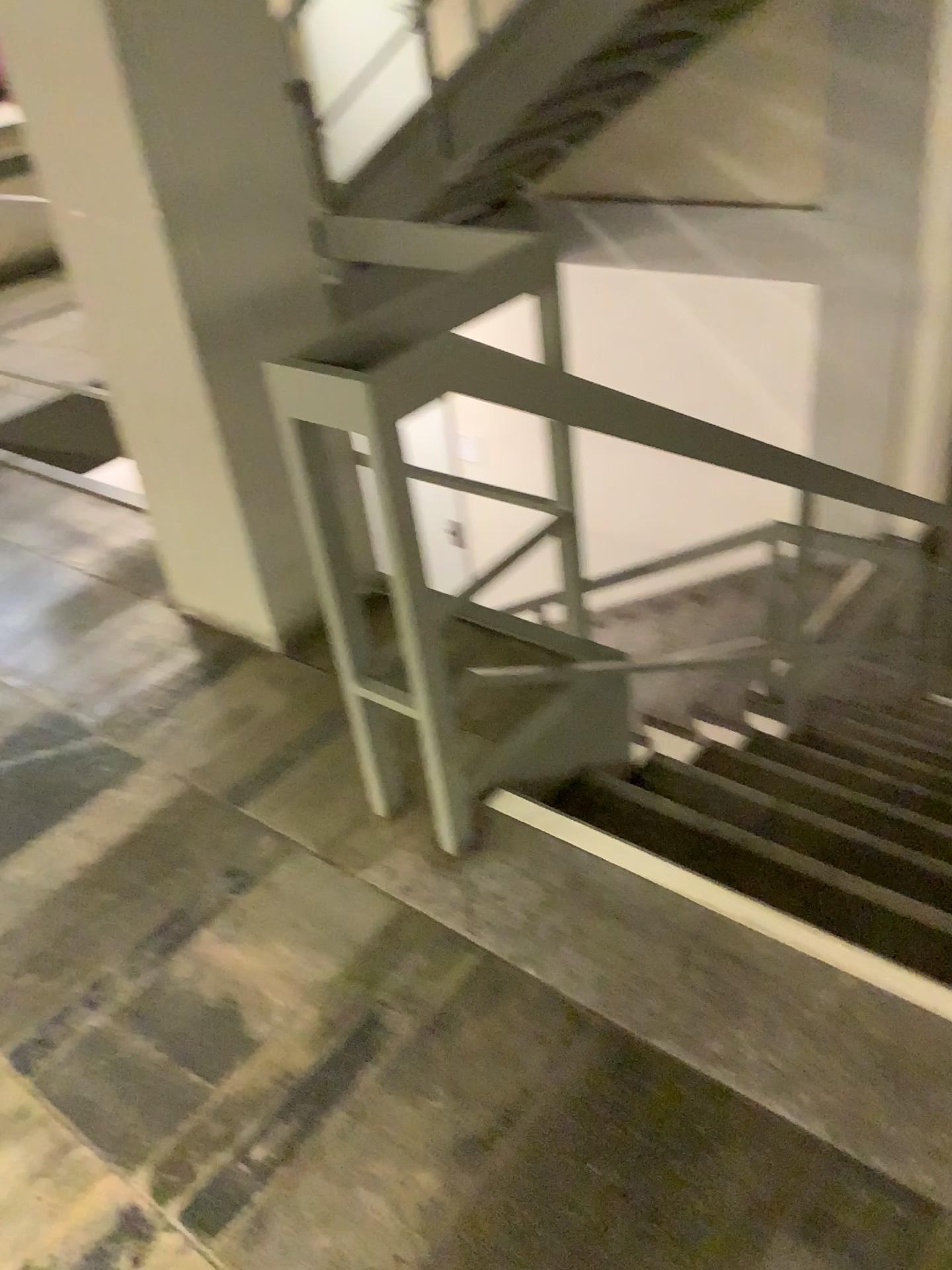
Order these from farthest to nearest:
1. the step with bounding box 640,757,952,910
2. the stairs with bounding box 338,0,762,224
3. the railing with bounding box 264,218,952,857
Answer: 1. the stairs with bounding box 338,0,762,224
2. the step with bounding box 640,757,952,910
3. the railing with bounding box 264,218,952,857

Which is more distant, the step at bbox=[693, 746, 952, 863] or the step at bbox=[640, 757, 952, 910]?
the step at bbox=[693, 746, 952, 863]

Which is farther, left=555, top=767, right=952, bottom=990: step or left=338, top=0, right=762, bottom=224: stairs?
left=338, top=0, right=762, bottom=224: stairs

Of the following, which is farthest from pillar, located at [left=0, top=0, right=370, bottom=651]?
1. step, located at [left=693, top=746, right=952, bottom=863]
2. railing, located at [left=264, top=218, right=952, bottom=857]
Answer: step, located at [left=693, top=746, right=952, bottom=863]

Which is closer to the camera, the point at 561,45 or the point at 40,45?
the point at 40,45

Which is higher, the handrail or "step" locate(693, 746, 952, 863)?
the handrail

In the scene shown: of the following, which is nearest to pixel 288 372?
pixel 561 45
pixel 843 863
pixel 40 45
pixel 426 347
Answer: pixel 426 347

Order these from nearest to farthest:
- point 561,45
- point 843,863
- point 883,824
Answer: point 843,863
point 883,824
point 561,45

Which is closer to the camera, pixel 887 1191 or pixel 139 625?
pixel 887 1191

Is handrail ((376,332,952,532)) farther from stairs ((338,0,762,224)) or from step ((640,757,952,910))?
stairs ((338,0,762,224))
